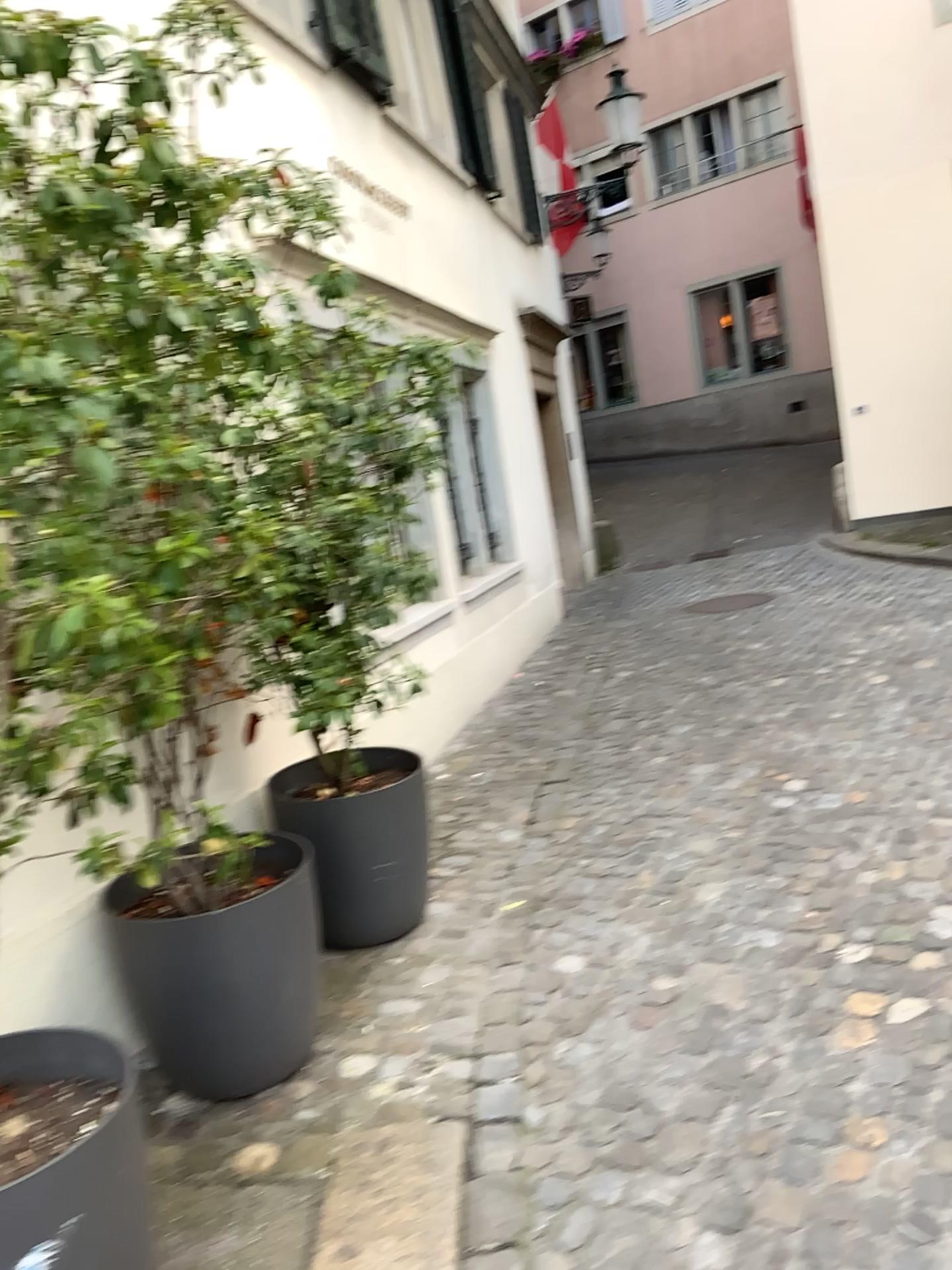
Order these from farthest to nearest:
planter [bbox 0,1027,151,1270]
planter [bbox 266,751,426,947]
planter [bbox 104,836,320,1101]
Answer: planter [bbox 266,751,426,947], planter [bbox 104,836,320,1101], planter [bbox 0,1027,151,1270]

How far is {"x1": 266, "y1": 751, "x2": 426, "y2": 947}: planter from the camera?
3.3 meters

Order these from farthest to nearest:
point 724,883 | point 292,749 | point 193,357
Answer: point 292,749, point 724,883, point 193,357

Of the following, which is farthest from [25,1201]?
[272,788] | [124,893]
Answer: [272,788]

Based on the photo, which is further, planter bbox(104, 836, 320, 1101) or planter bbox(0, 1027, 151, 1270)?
planter bbox(104, 836, 320, 1101)

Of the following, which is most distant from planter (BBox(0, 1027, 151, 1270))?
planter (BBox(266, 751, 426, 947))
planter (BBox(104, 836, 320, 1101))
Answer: planter (BBox(266, 751, 426, 947))

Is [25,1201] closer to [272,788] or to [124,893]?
[124,893]

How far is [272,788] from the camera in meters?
3.3 m

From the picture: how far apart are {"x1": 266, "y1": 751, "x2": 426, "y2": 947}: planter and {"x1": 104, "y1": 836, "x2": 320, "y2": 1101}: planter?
0.44m

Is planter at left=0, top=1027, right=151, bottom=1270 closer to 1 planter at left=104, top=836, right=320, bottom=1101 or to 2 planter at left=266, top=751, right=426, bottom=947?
1 planter at left=104, top=836, right=320, bottom=1101
